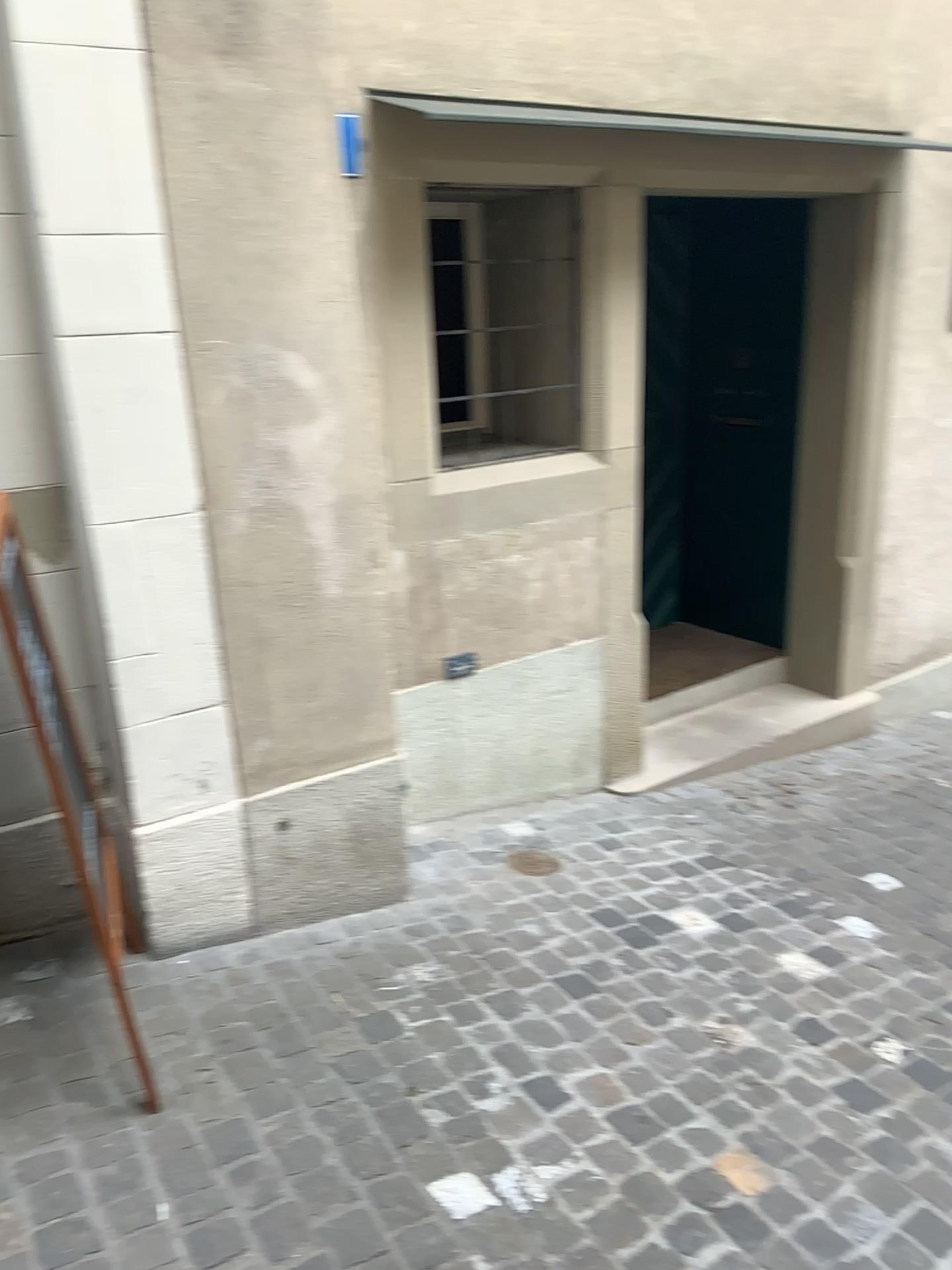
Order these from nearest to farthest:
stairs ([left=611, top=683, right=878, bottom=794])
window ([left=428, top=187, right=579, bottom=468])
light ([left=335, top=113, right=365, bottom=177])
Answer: light ([left=335, top=113, right=365, bottom=177]) → window ([left=428, top=187, right=579, bottom=468]) → stairs ([left=611, top=683, right=878, bottom=794])

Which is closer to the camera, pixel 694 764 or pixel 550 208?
pixel 550 208

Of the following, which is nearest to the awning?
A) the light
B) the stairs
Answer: the light

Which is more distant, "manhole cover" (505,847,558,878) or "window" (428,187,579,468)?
"window" (428,187,579,468)

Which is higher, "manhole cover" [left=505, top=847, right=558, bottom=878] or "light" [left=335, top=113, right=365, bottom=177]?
"light" [left=335, top=113, right=365, bottom=177]

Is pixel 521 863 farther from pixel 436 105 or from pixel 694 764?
pixel 436 105

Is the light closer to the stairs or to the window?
the window

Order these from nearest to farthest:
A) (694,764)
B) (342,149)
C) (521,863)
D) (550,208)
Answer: (342,149), (521,863), (550,208), (694,764)

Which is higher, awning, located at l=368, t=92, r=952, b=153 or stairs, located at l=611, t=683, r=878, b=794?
awning, located at l=368, t=92, r=952, b=153

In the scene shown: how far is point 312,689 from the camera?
2.7 meters
